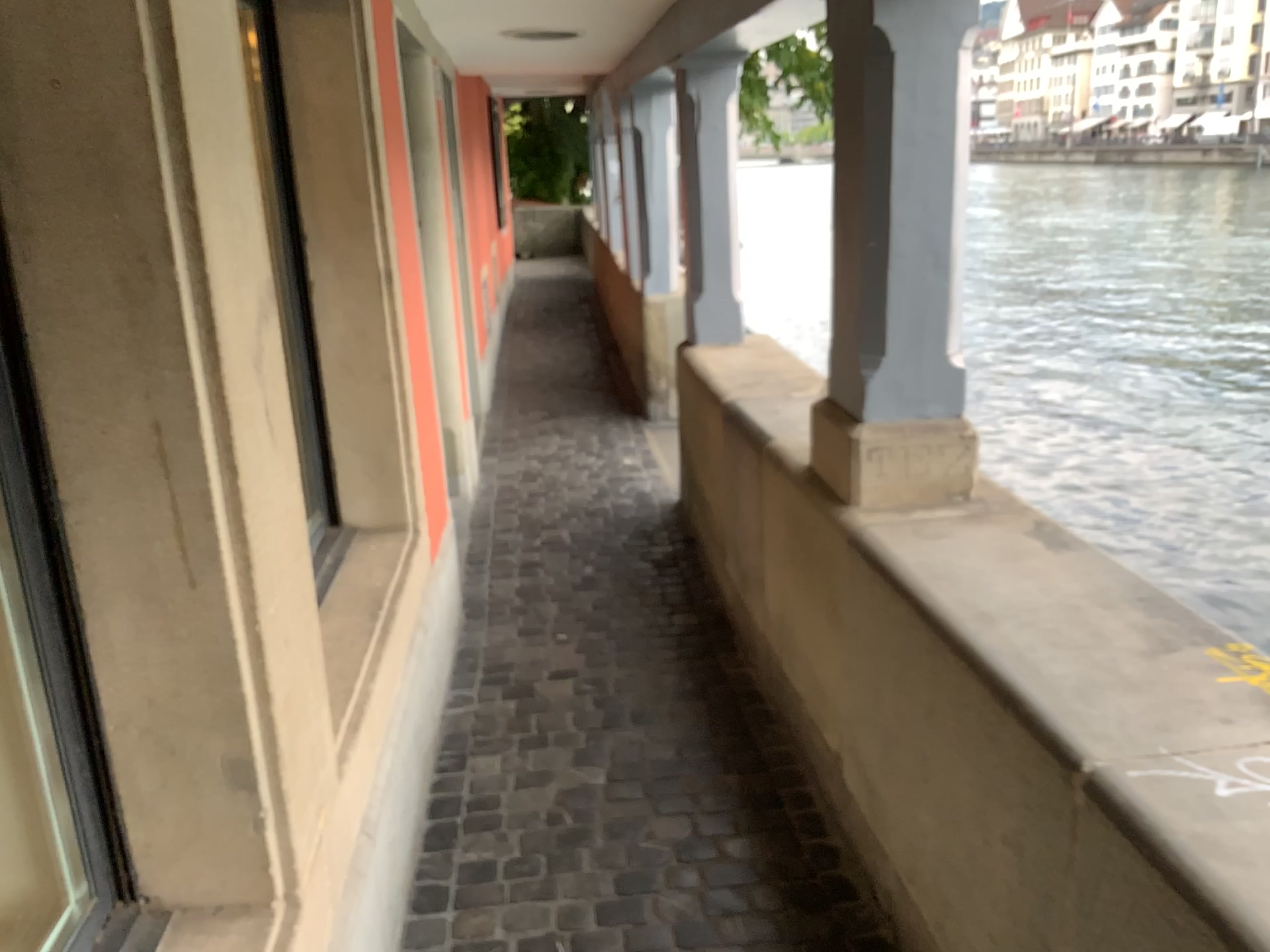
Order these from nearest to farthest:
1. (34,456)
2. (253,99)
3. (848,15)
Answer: (34,456) → (848,15) → (253,99)

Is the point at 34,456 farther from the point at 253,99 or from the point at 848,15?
the point at 848,15

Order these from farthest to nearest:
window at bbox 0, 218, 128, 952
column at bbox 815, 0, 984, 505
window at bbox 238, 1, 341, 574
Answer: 1. window at bbox 238, 1, 341, 574
2. column at bbox 815, 0, 984, 505
3. window at bbox 0, 218, 128, 952

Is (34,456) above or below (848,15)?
below

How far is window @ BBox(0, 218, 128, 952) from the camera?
1.3 meters

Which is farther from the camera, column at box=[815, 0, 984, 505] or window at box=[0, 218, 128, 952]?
column at box=[815, 0, 984, 505]

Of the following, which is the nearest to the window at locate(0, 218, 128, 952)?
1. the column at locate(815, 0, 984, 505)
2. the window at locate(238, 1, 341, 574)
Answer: the window at locate(238, 1, 341, 574)

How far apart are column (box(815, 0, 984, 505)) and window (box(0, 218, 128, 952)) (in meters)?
1.54

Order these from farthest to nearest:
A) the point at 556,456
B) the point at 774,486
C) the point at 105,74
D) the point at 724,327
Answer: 1. the point at 556,456
2. the point at 724,327
3. the point at 774,486
4. the point at 105,74

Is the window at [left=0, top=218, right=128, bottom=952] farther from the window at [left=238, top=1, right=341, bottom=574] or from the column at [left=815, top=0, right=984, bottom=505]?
the column at [left=815, top=0, right=984, bottom=505]
